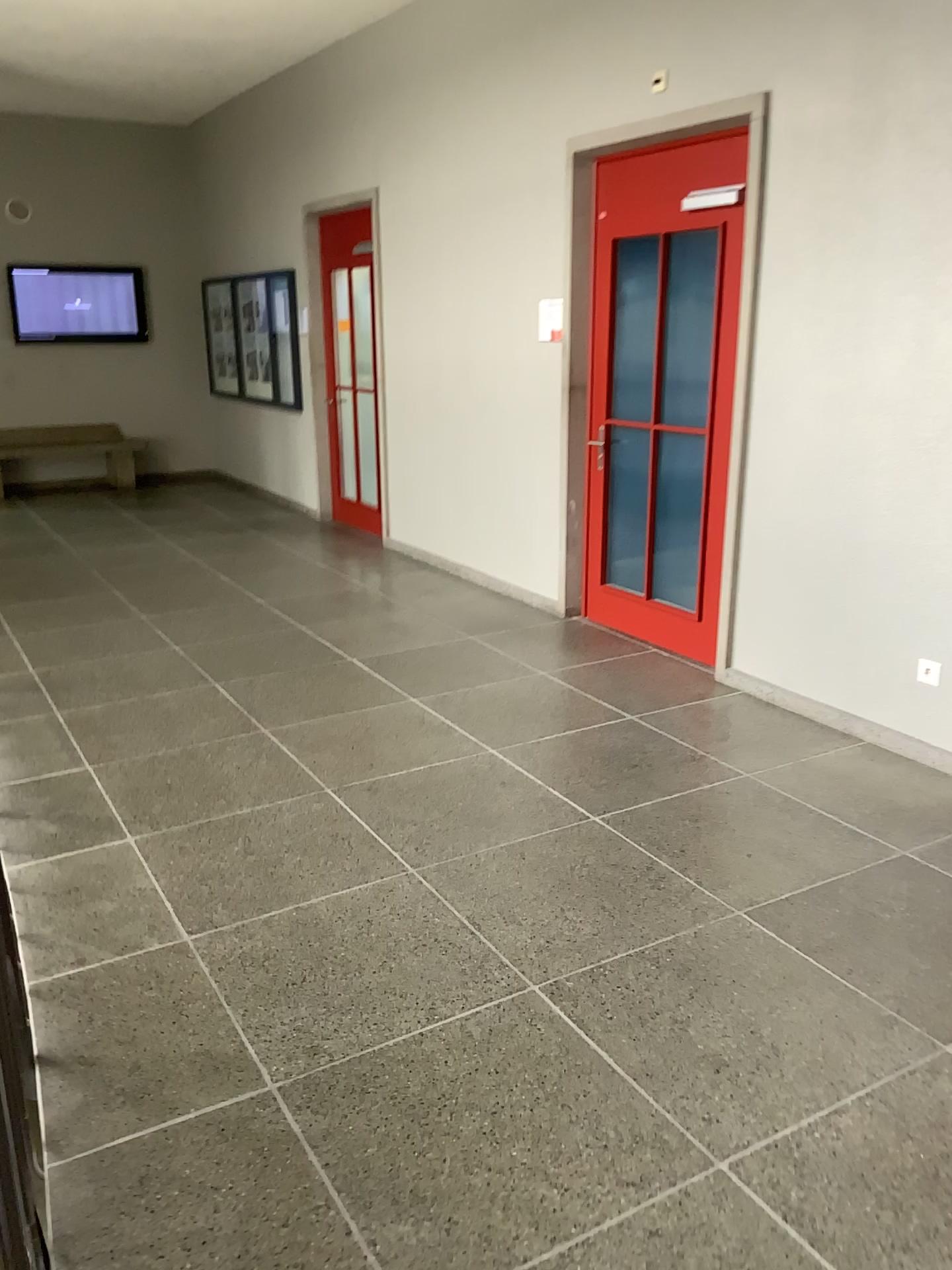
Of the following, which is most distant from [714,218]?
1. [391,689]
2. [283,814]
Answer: [283,814]

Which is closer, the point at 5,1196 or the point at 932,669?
the point at 5,1196

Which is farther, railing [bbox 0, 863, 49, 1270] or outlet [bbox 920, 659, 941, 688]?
outlet [bbox 920, 659, 941, 688]

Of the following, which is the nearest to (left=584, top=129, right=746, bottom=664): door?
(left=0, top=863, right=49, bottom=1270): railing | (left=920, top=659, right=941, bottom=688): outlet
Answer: (left=920, top=659, right=941, bottom=688): outlet

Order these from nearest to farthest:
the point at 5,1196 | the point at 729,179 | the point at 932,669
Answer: the point at 5,1196
the point at 932,669
the point at 729,179

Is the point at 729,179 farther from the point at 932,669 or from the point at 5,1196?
the point at 5,1196

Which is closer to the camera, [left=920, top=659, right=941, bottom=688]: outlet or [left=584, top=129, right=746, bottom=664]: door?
[left=920, top=659, right=941, bottom=688]: outlet

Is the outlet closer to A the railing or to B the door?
B the door

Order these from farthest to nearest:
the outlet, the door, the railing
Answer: the door
the outlet
the railing
